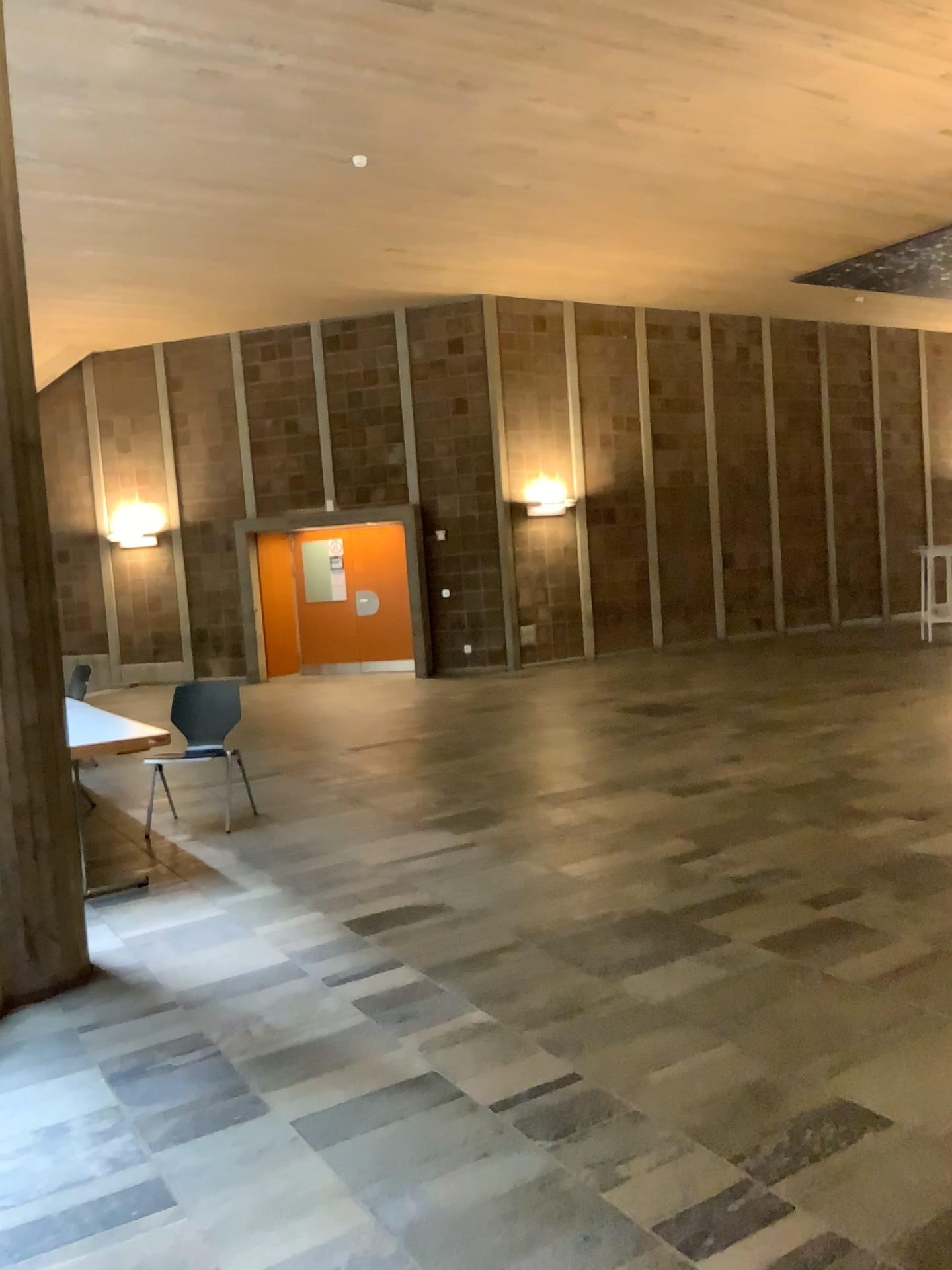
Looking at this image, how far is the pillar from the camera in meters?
3.7

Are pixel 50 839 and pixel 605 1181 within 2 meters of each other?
no

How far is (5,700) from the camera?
3.7 meters
